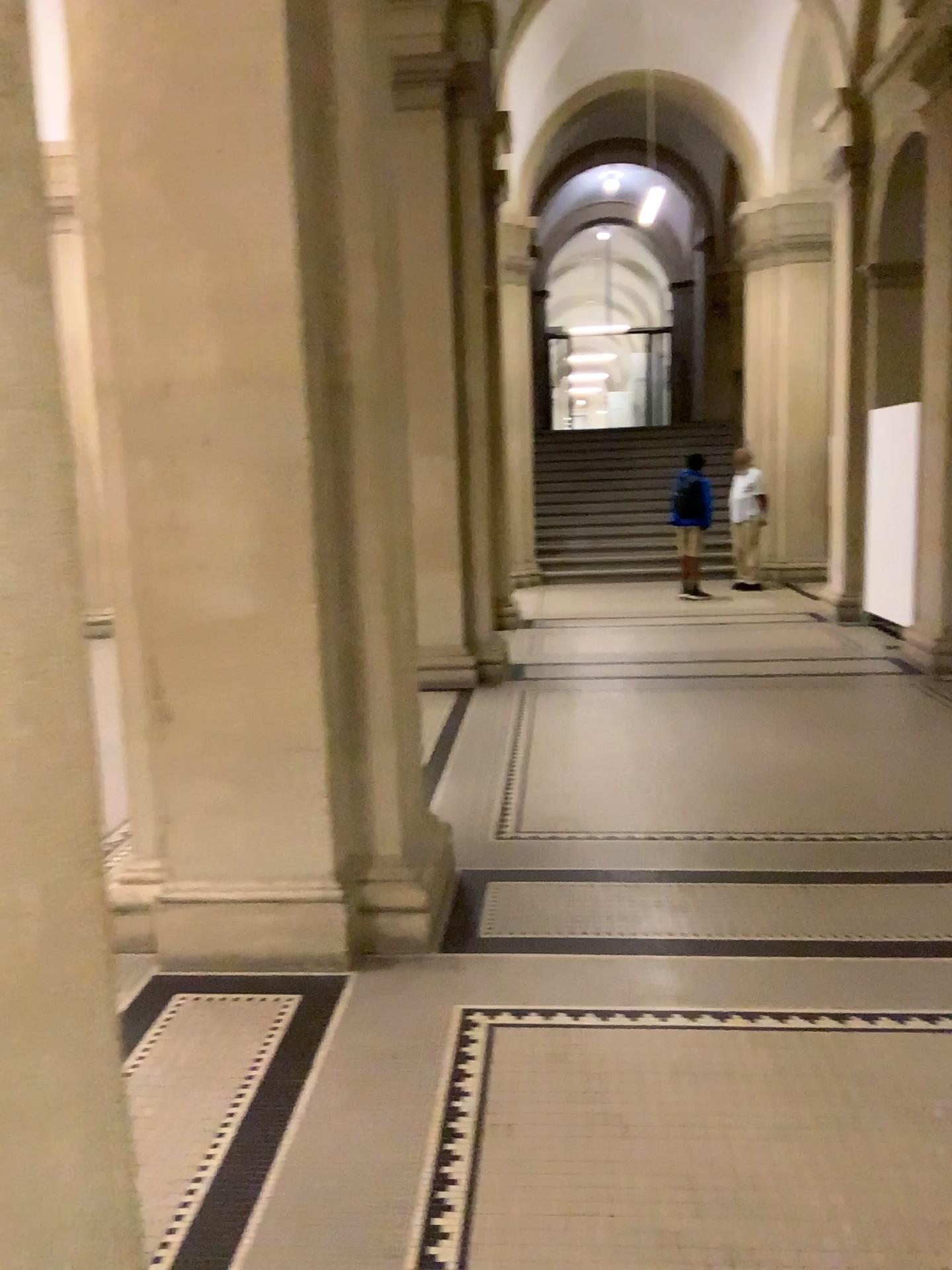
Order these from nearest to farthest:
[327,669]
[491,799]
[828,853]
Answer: [327,669]
[828,853]
[491,799]

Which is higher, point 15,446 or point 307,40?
point 307,40

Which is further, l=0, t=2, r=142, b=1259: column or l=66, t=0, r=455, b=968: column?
l=66, t=0, r=455, b=968: column

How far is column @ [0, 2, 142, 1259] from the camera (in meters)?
1.02

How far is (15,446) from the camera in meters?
1.0

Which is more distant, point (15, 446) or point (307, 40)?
point (307, 40)
